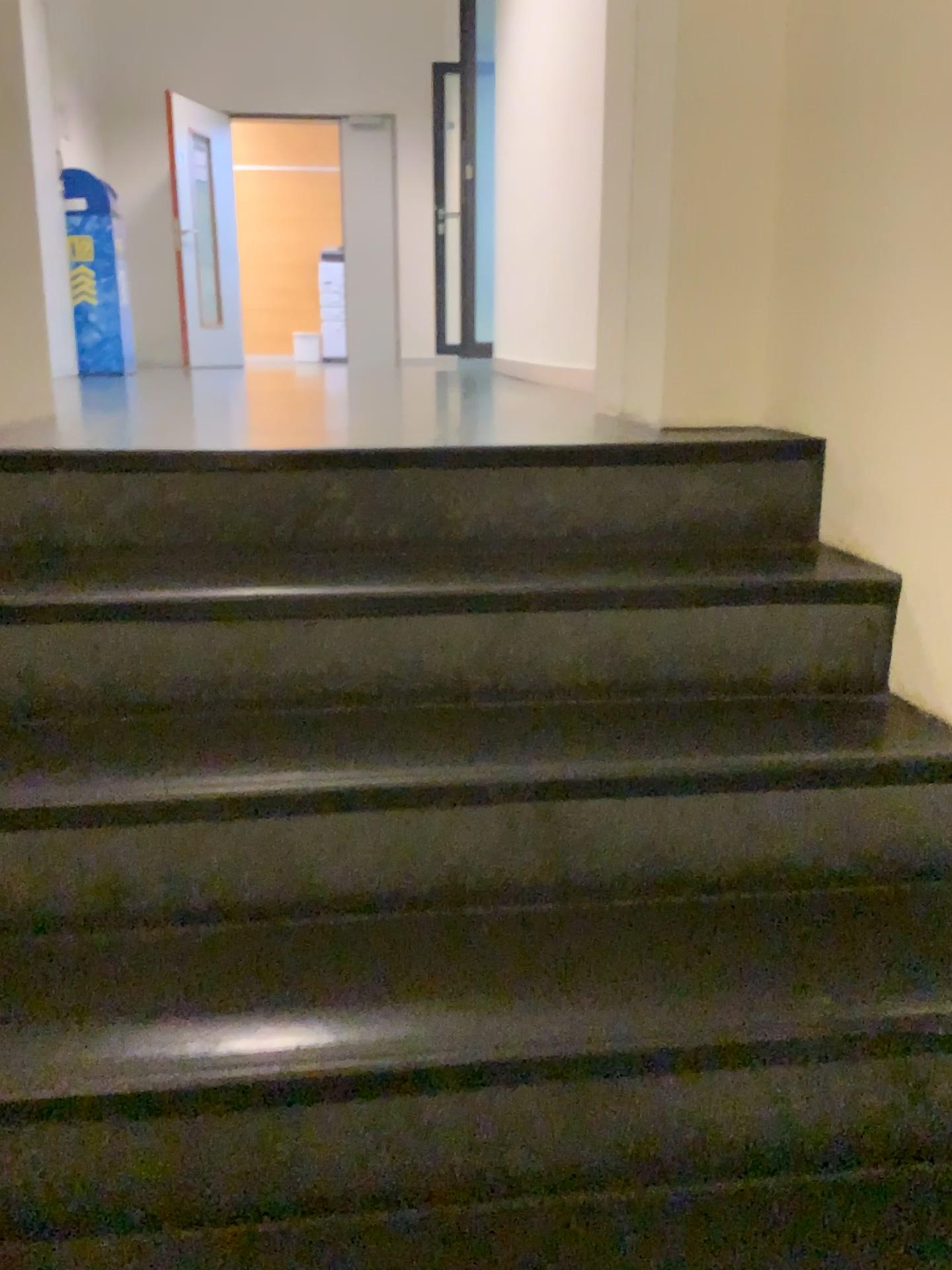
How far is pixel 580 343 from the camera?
3.94m
